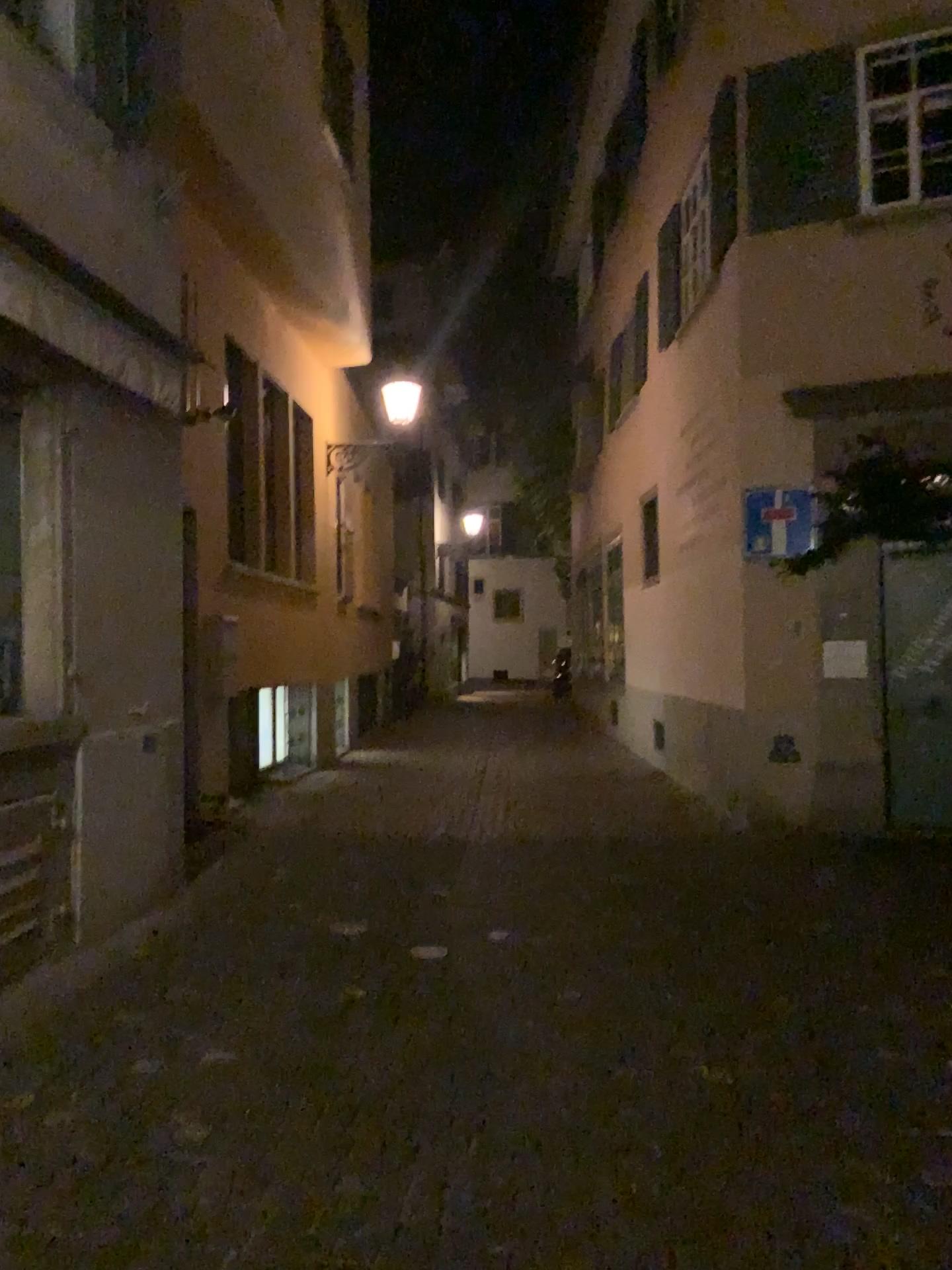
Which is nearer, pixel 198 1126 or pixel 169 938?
pixel 198 1126
